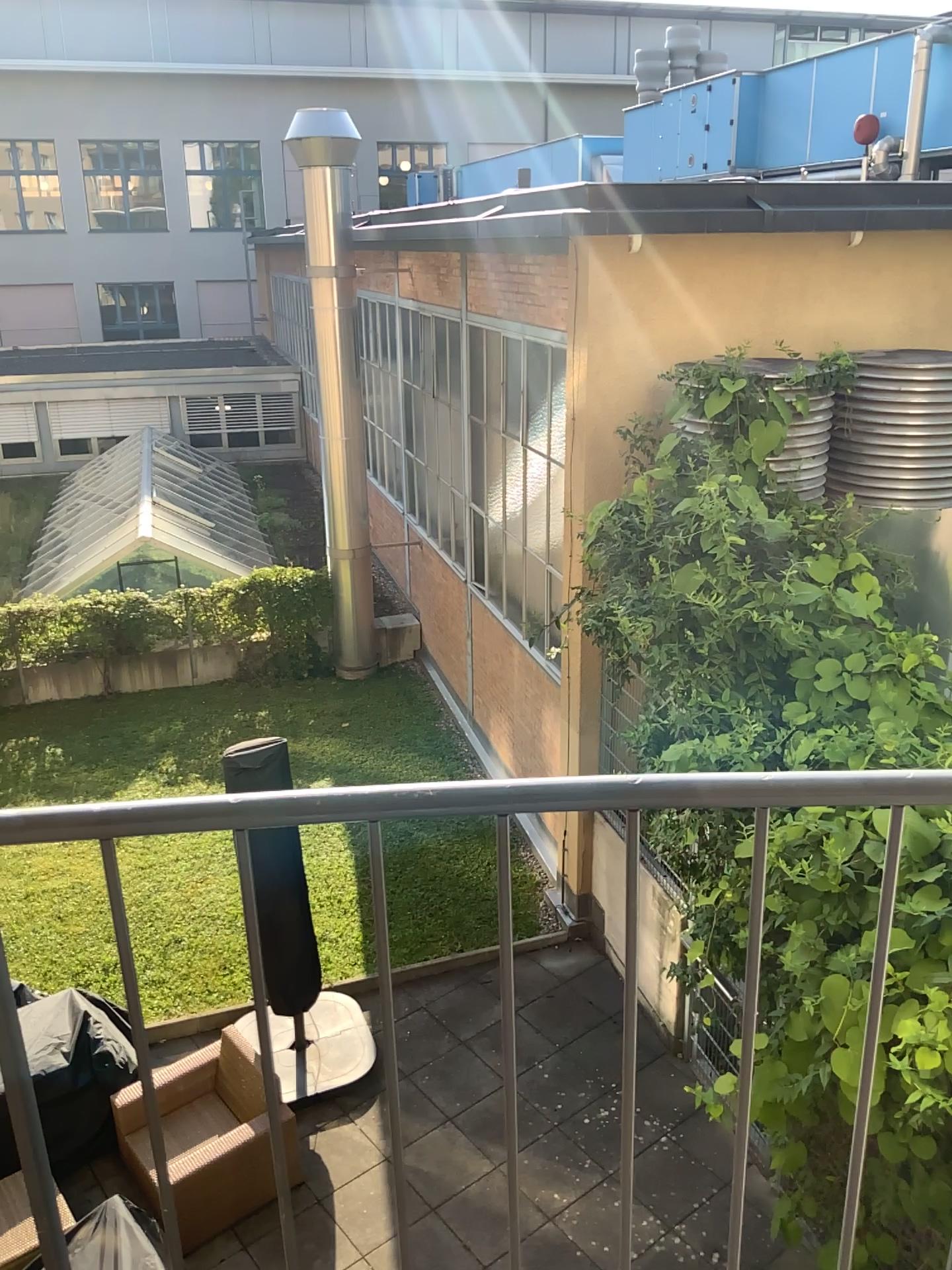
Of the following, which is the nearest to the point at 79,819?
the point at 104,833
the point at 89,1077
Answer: the point at 104,833
